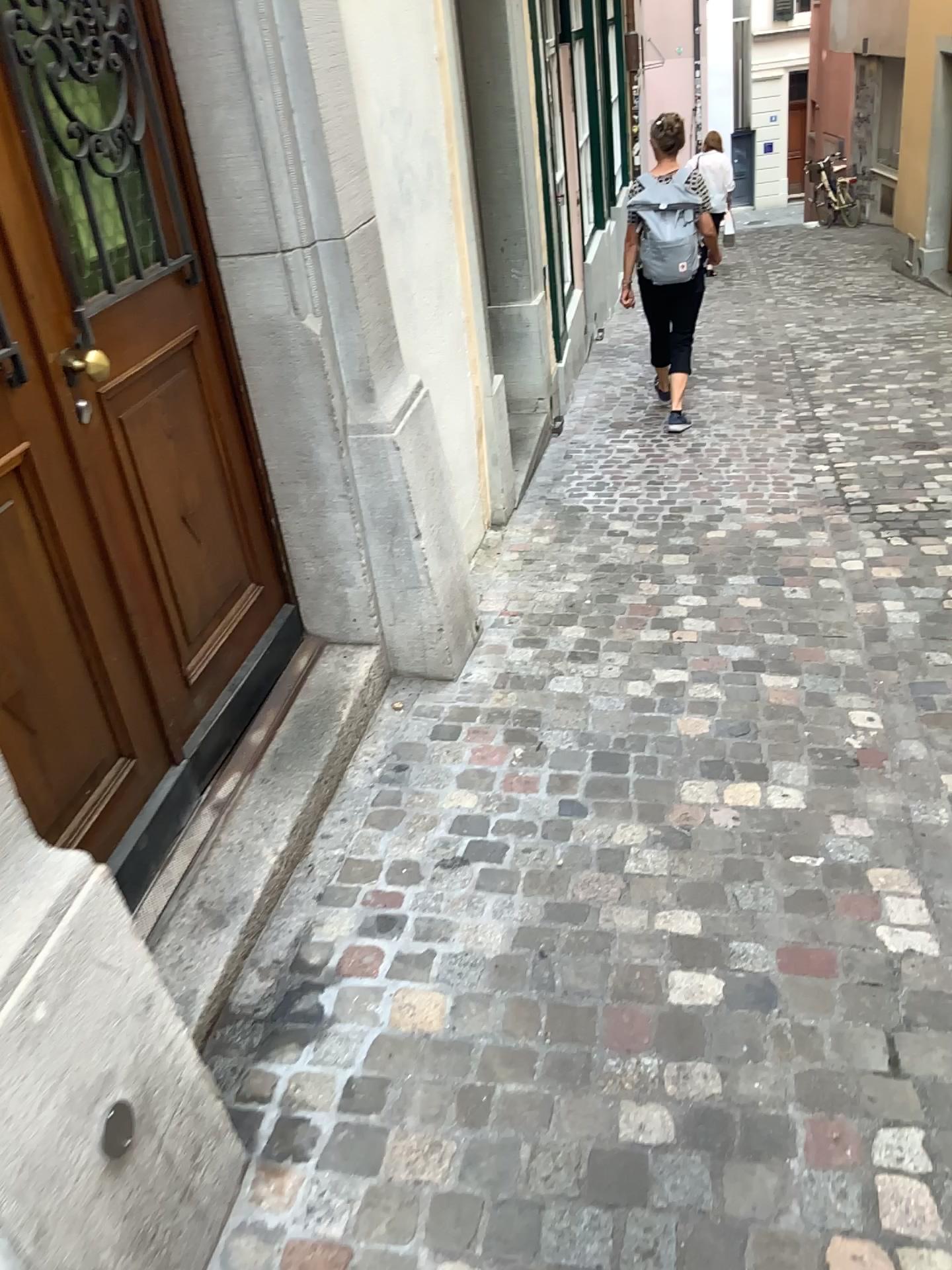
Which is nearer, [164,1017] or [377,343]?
[164,1017]

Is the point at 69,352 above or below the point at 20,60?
below
